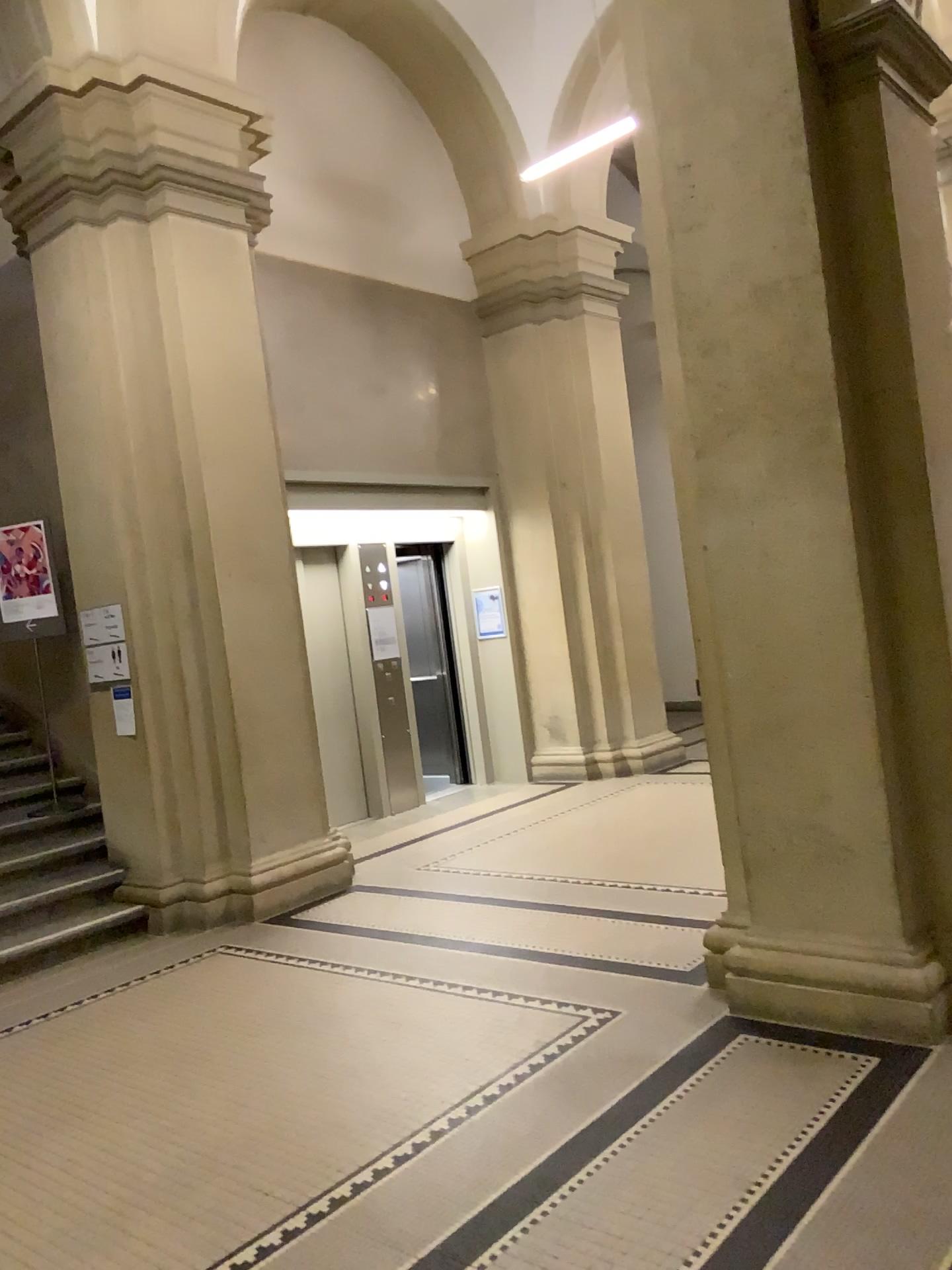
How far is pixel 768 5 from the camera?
3.4 meters

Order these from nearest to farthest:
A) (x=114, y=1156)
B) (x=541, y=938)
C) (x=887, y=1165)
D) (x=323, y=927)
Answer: (x=887, y=1165), (x=114, y=1156), (x=541, y=938), (x=323, y=927)

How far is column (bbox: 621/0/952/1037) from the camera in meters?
3.4 m
